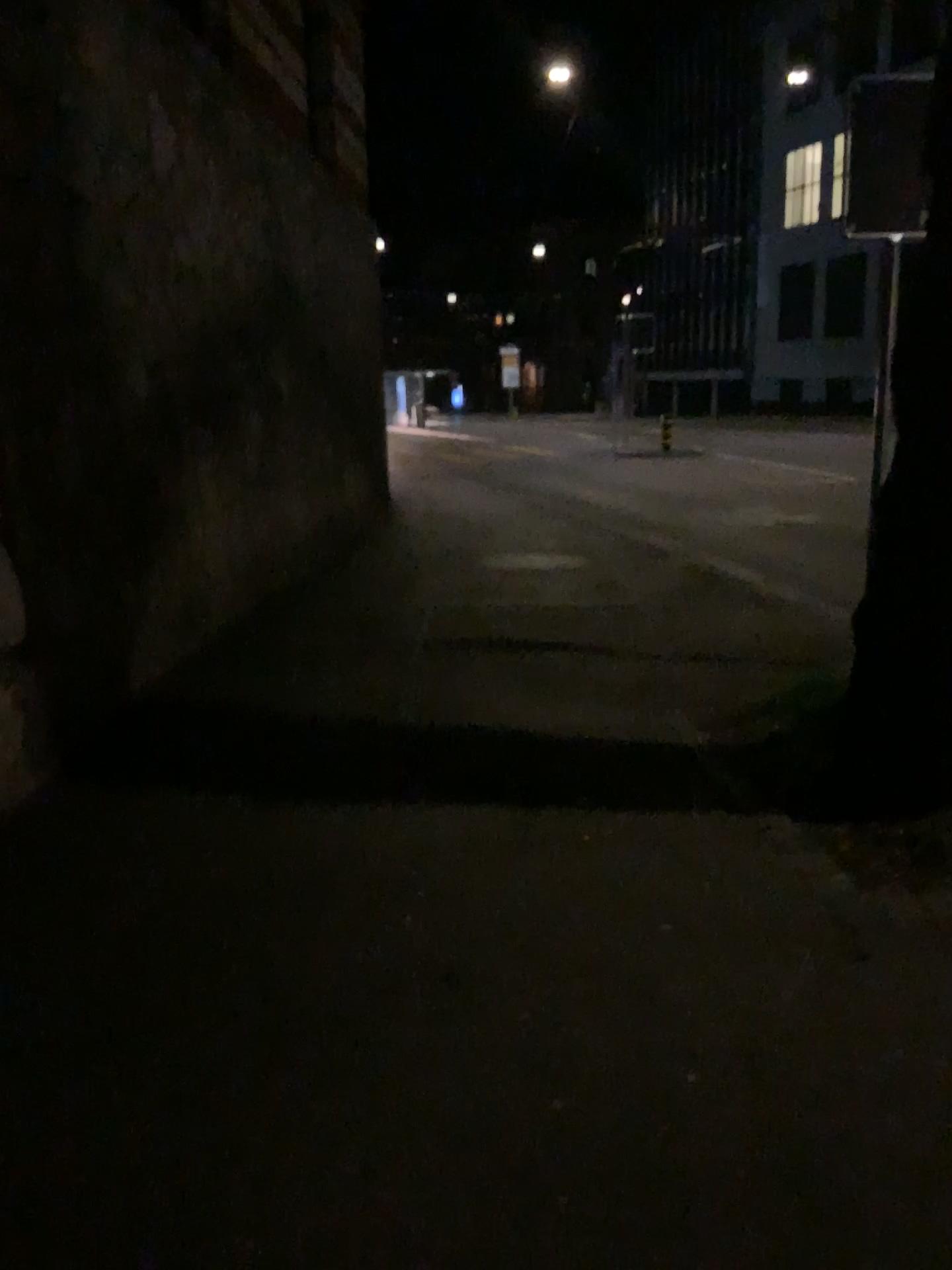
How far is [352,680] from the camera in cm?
529
